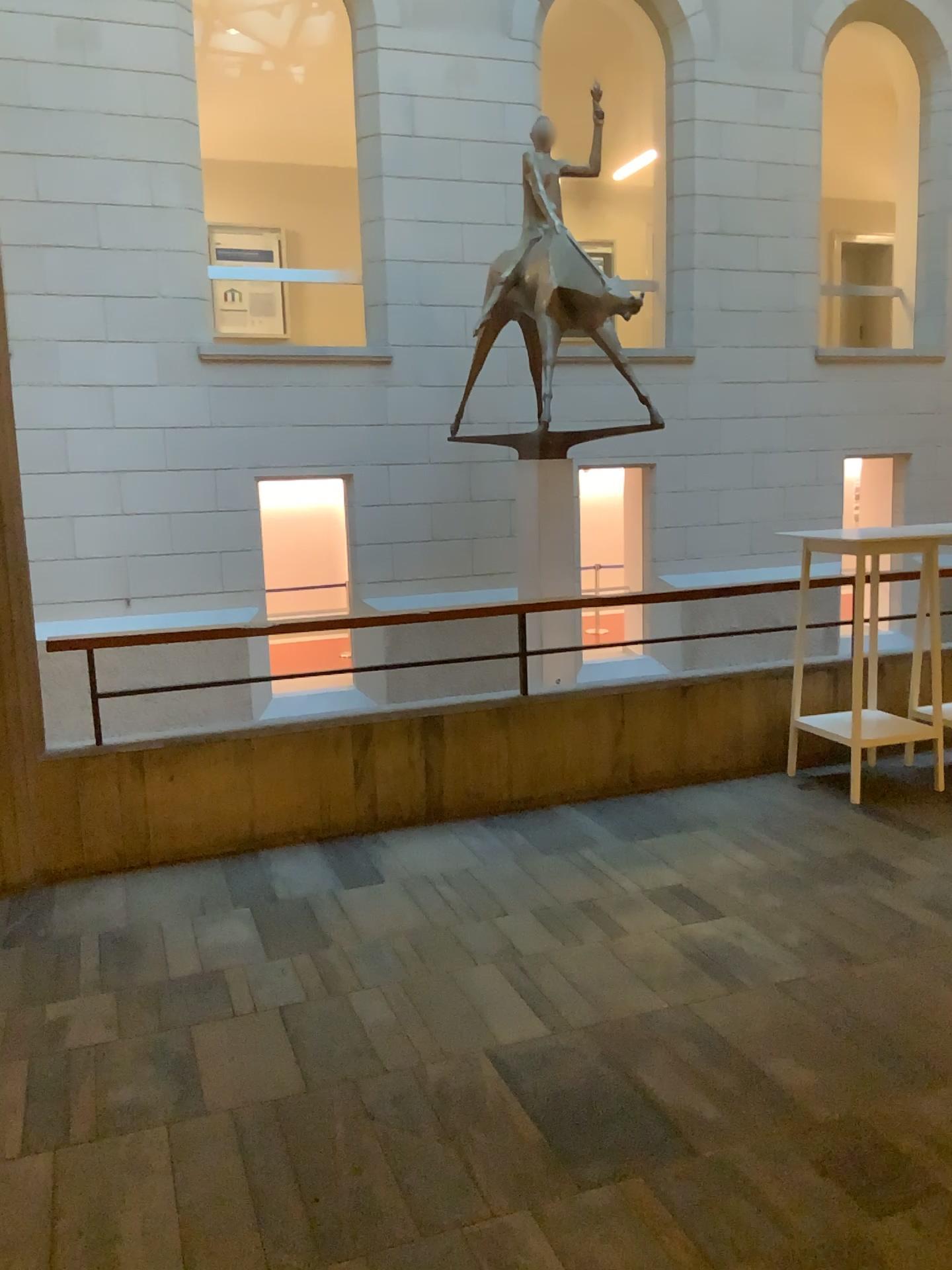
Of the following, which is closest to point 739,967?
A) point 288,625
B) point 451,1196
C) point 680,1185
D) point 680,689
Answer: point 680,1185
